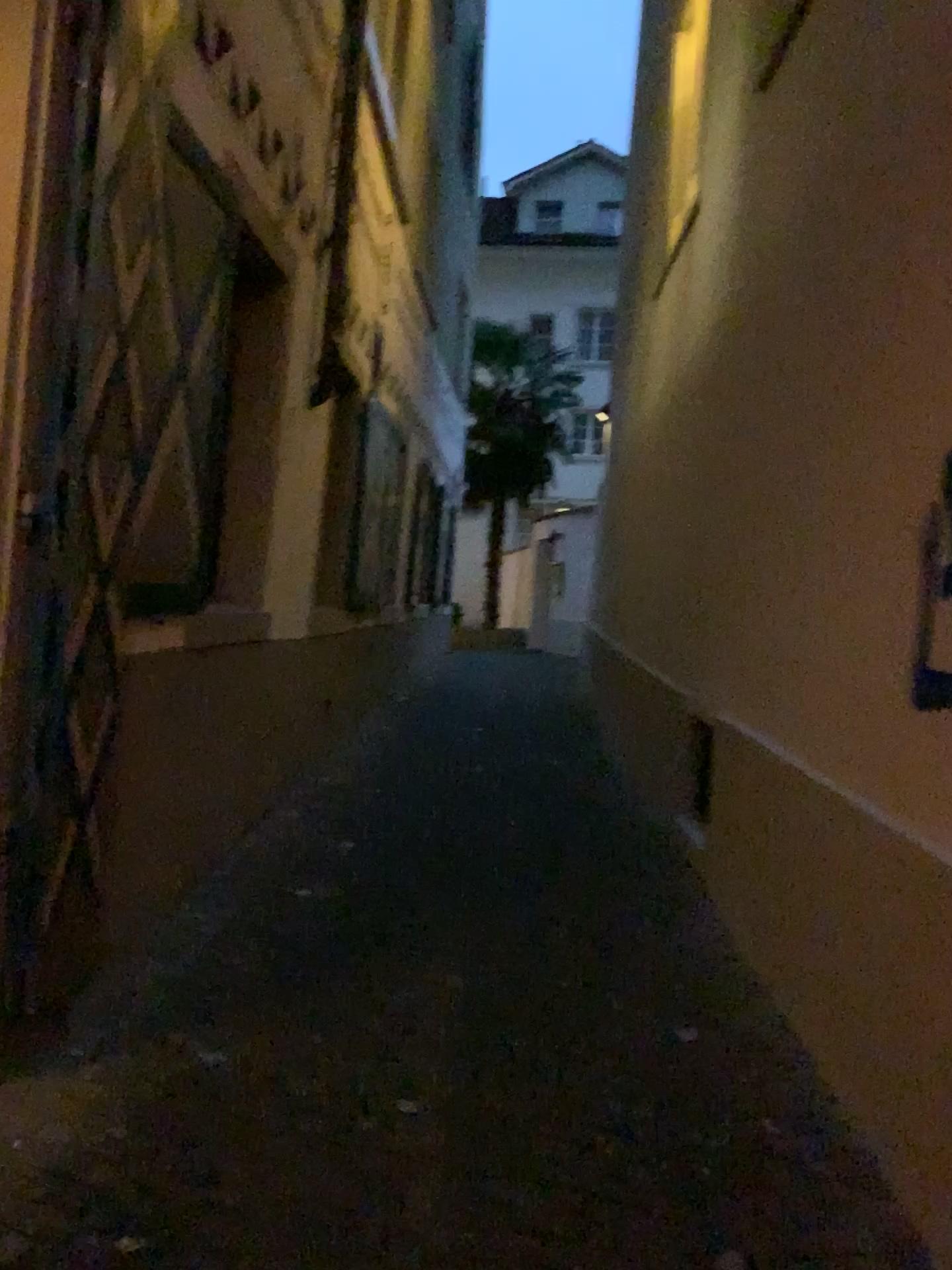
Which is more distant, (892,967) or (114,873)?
(114,873)
